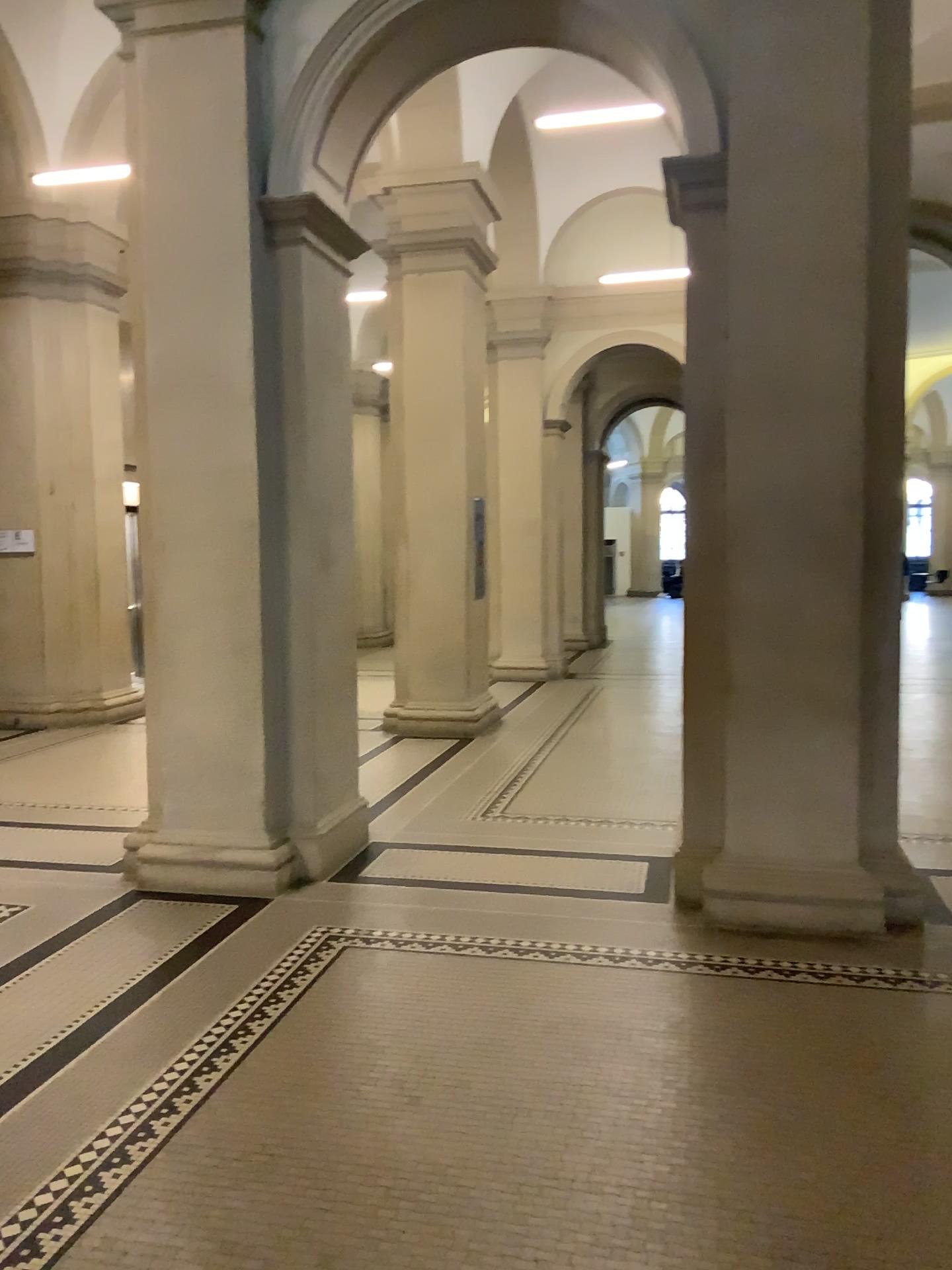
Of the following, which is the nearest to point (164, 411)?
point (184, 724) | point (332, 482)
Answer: point (332, 482)

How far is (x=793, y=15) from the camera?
4.2m

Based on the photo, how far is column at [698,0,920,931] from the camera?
4.2m
